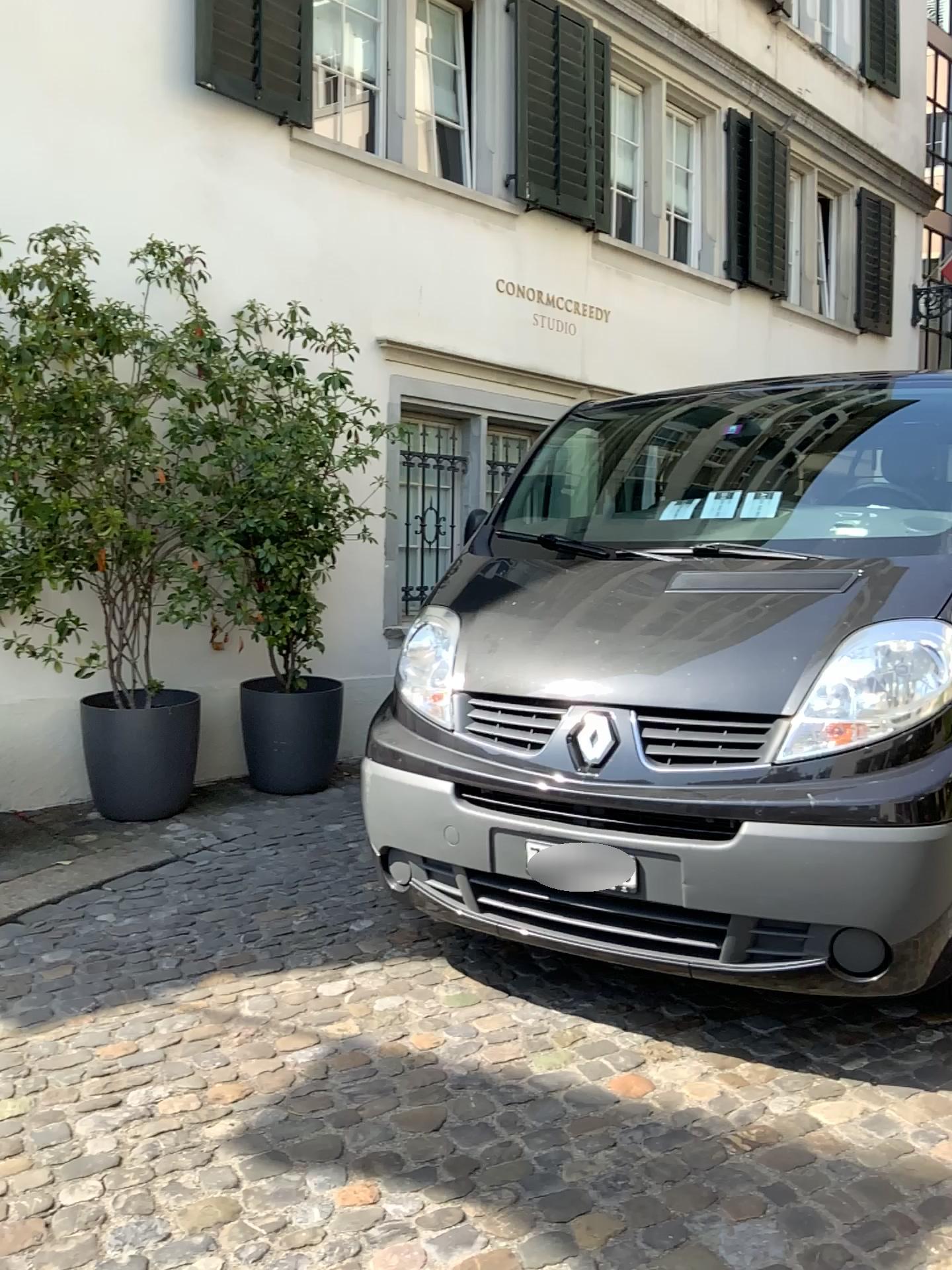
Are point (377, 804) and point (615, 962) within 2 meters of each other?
yes
